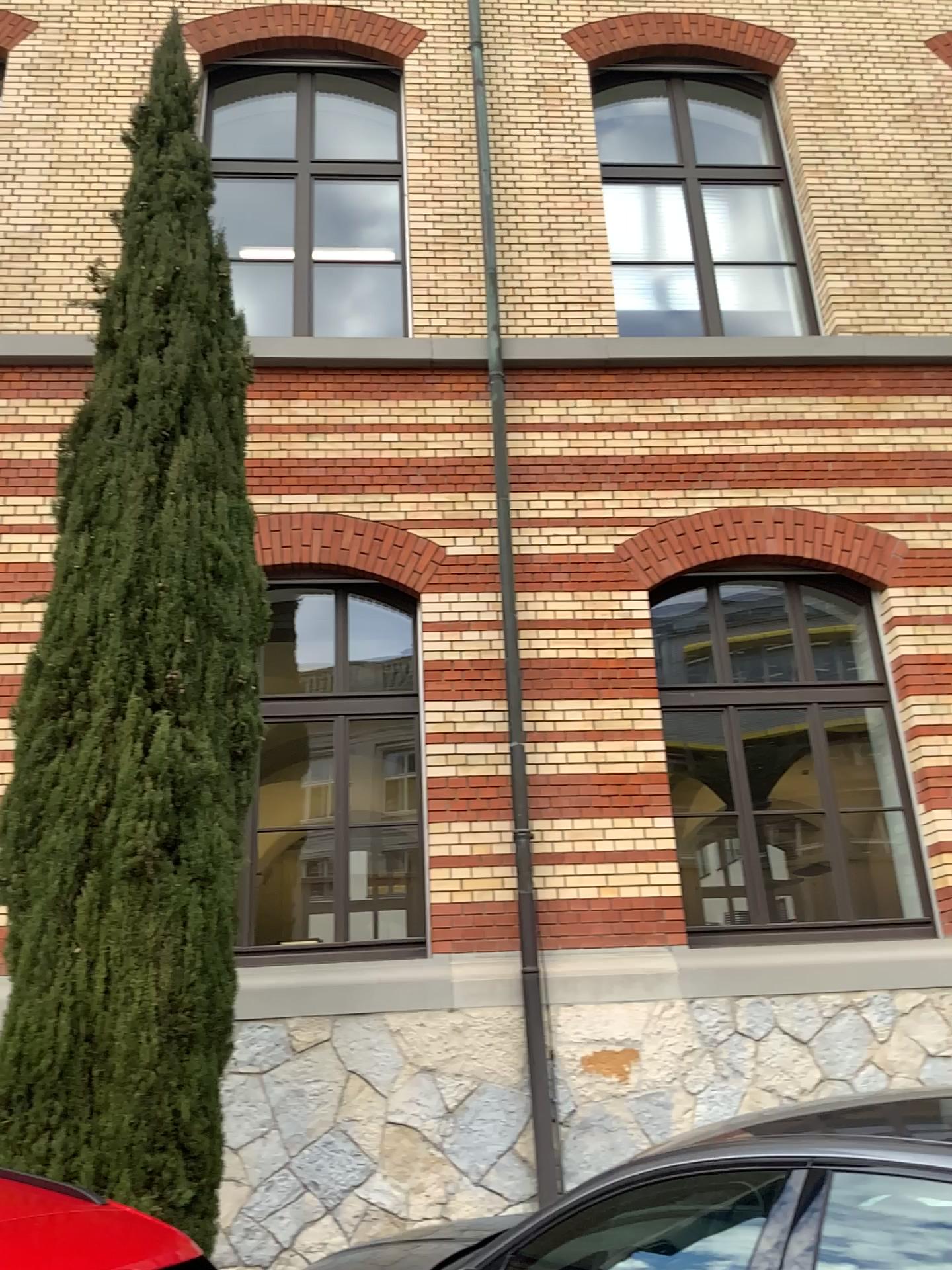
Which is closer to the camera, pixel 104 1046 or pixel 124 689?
pixel 104 1046

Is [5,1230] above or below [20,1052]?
below

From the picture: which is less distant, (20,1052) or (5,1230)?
(5,1230)

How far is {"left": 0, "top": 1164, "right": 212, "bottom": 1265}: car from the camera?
2.0 meters

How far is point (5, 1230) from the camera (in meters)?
2.02

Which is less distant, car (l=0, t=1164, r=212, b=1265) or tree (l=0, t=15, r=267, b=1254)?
car (l=0, t=1164, r=212, b=1265)
